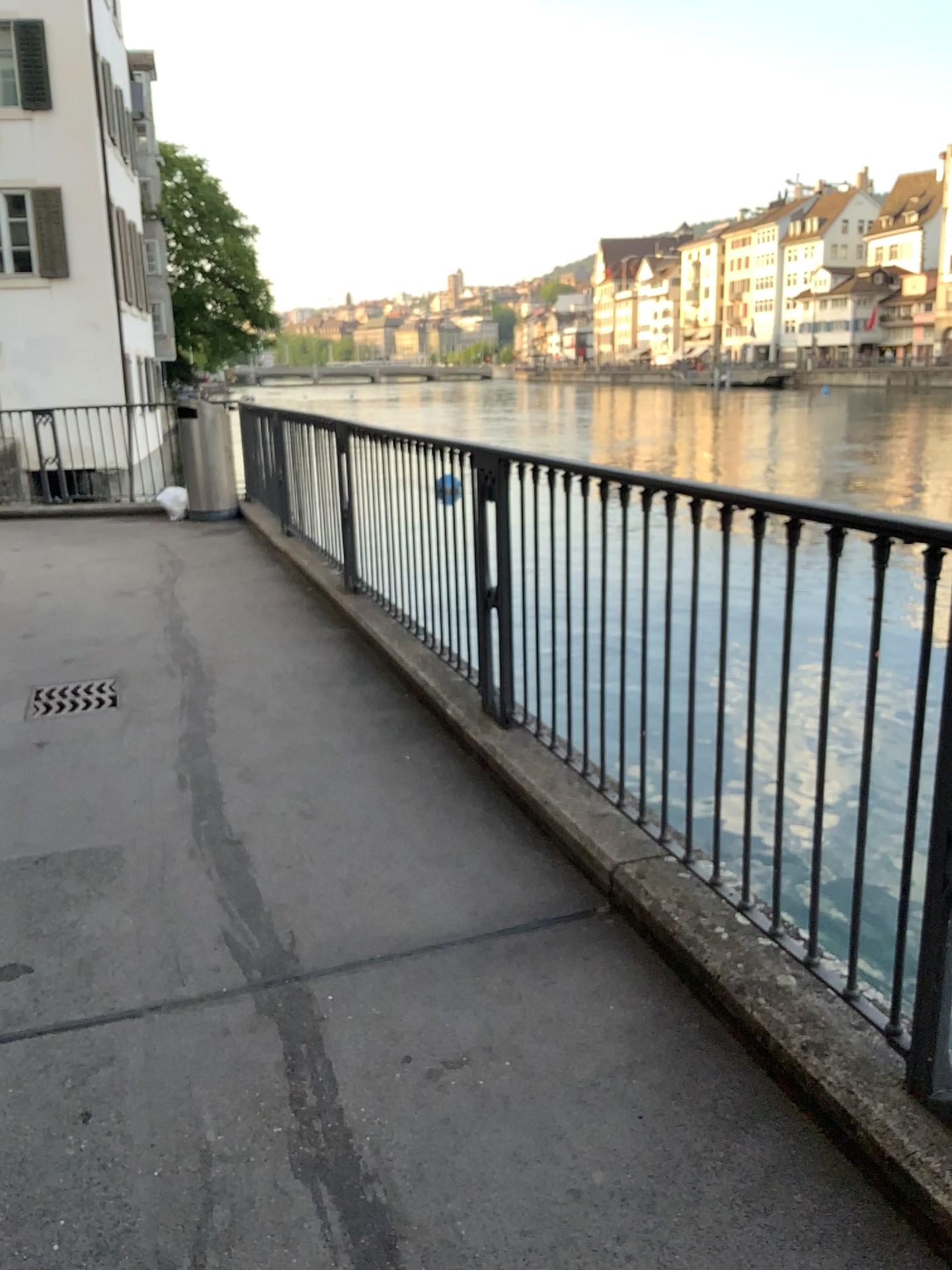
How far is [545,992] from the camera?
2.5m

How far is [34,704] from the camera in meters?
4.8 m

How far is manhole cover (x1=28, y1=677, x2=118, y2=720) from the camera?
4.8m
